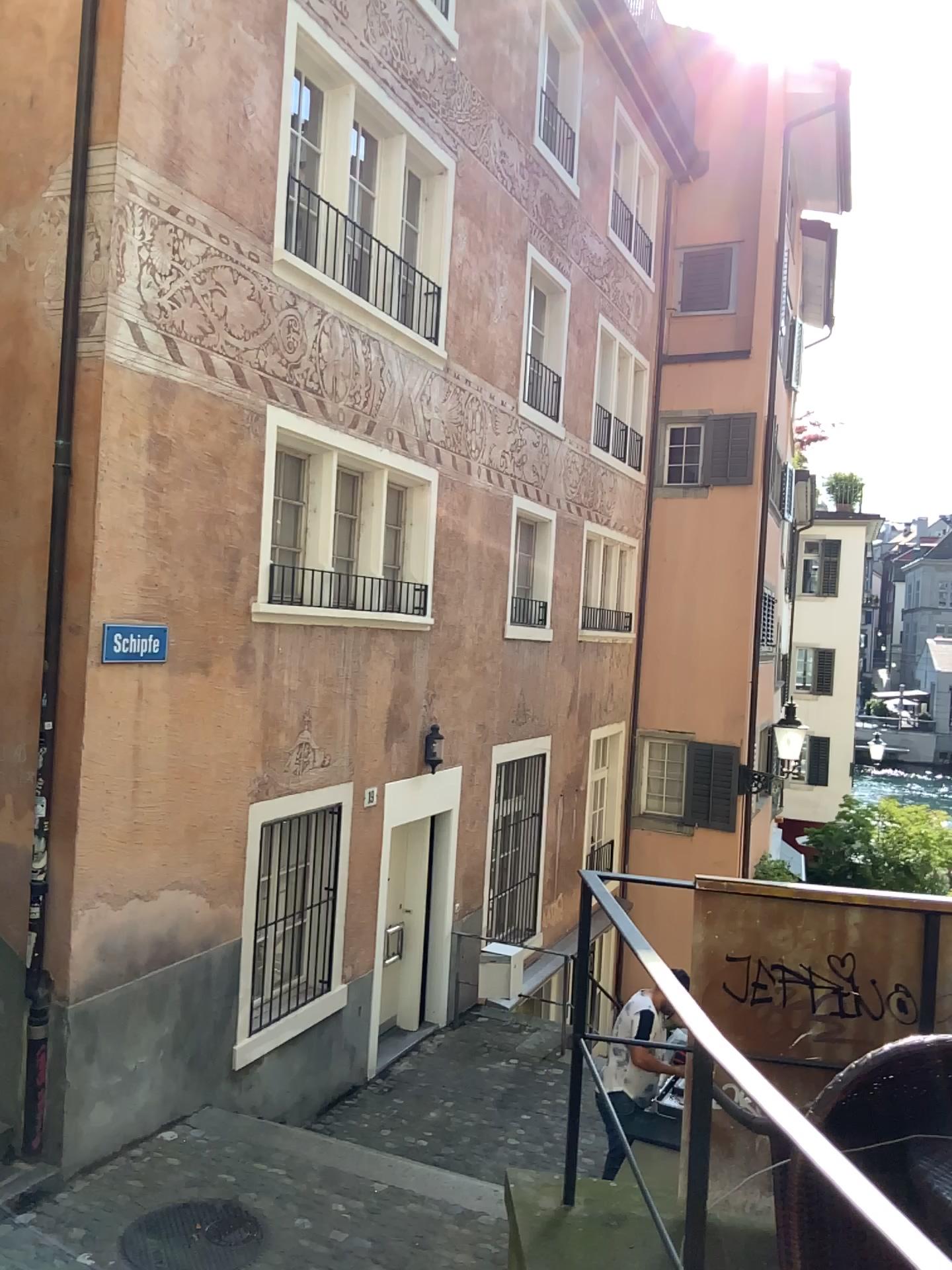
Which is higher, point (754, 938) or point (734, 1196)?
point (754, 938)

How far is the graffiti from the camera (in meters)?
2.84

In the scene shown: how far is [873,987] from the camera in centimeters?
284cm
